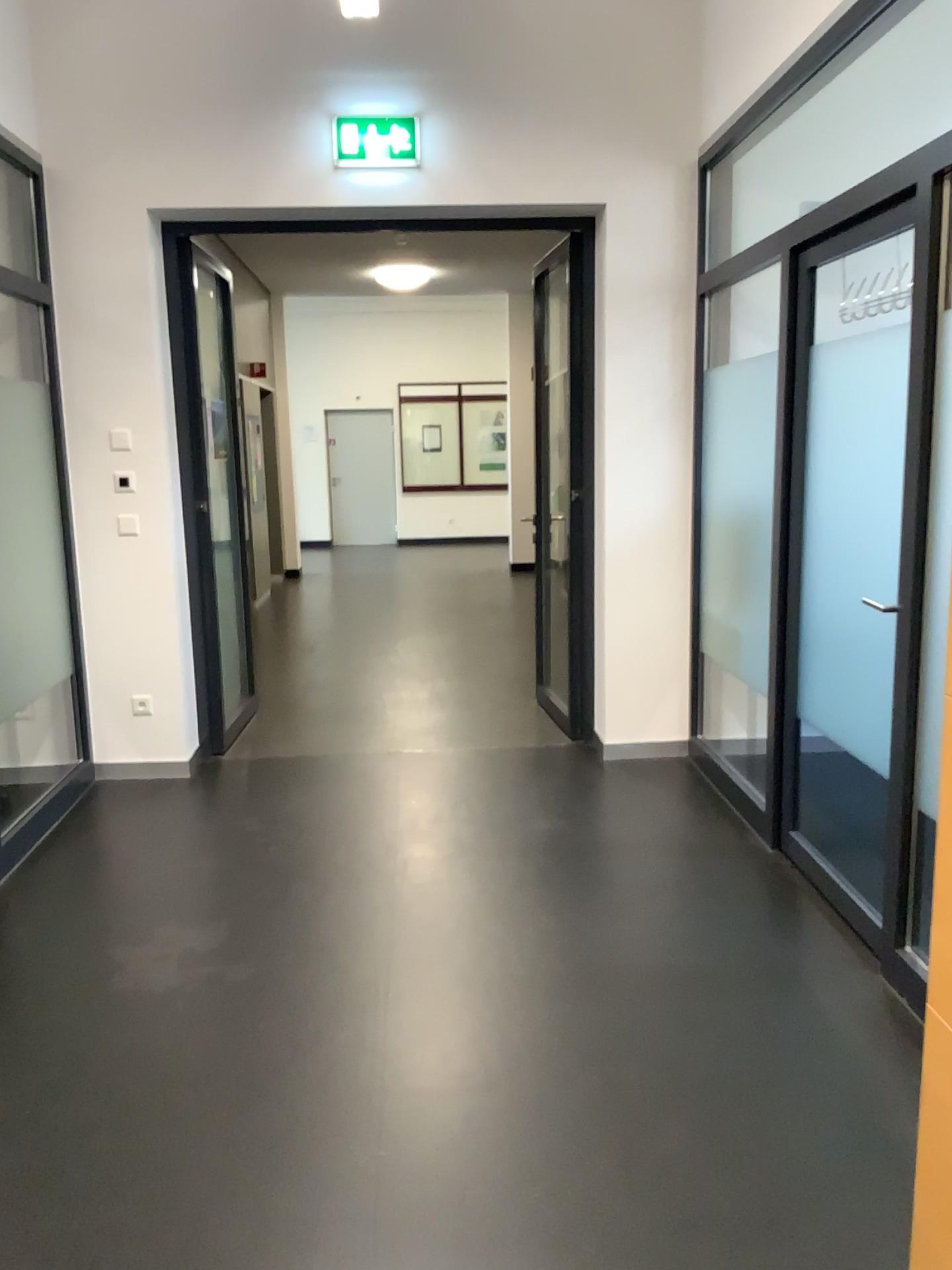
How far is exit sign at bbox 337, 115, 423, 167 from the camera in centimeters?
433cm

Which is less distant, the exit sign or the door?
the door

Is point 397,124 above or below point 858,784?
above

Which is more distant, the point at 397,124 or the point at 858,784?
the point at 397,124

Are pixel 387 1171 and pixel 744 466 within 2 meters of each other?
no

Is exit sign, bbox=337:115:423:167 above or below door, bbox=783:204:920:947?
above

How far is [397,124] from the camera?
4.33m
